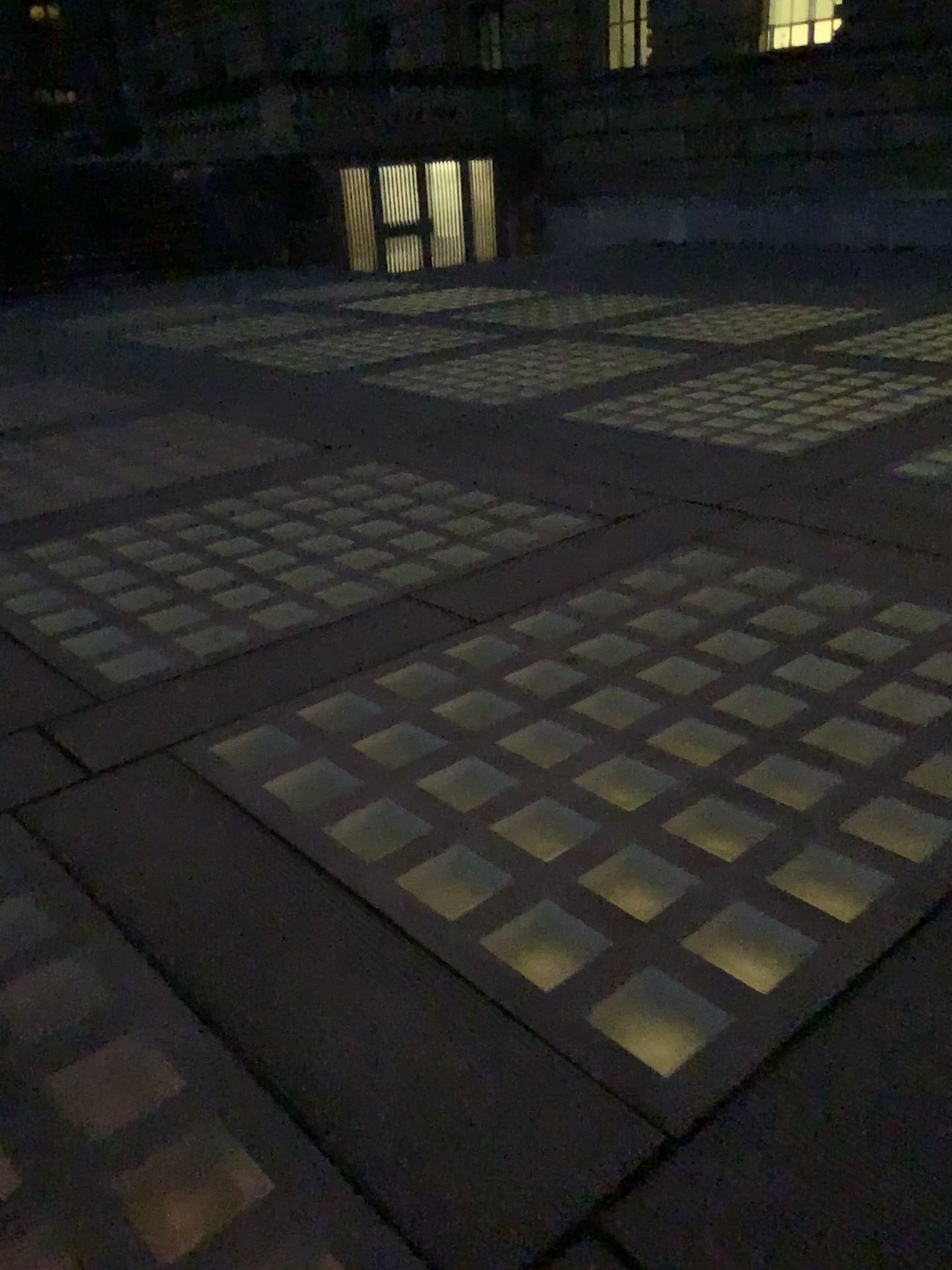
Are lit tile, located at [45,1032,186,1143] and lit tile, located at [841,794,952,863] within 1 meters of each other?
no

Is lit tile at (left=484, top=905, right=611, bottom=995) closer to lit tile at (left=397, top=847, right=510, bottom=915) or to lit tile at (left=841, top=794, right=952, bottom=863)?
lit tile at (left=397, top=847, right=510, bottom=915)

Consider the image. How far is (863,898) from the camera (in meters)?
2.04

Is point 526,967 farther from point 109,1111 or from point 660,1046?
point 109,1111

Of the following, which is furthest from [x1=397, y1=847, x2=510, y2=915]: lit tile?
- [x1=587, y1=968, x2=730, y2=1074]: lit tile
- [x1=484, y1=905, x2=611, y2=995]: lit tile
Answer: [x1=587, y1=968, x2=730, y2=1074]: lit tile

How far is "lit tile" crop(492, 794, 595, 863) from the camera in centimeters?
229cm

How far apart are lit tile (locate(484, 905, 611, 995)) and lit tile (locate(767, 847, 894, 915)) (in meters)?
0.42

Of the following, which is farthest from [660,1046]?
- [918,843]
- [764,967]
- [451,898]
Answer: [918,843]

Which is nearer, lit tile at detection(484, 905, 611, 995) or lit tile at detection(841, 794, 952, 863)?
lit tile at detection(484, 905, 611, 995)

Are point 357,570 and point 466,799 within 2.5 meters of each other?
yes
